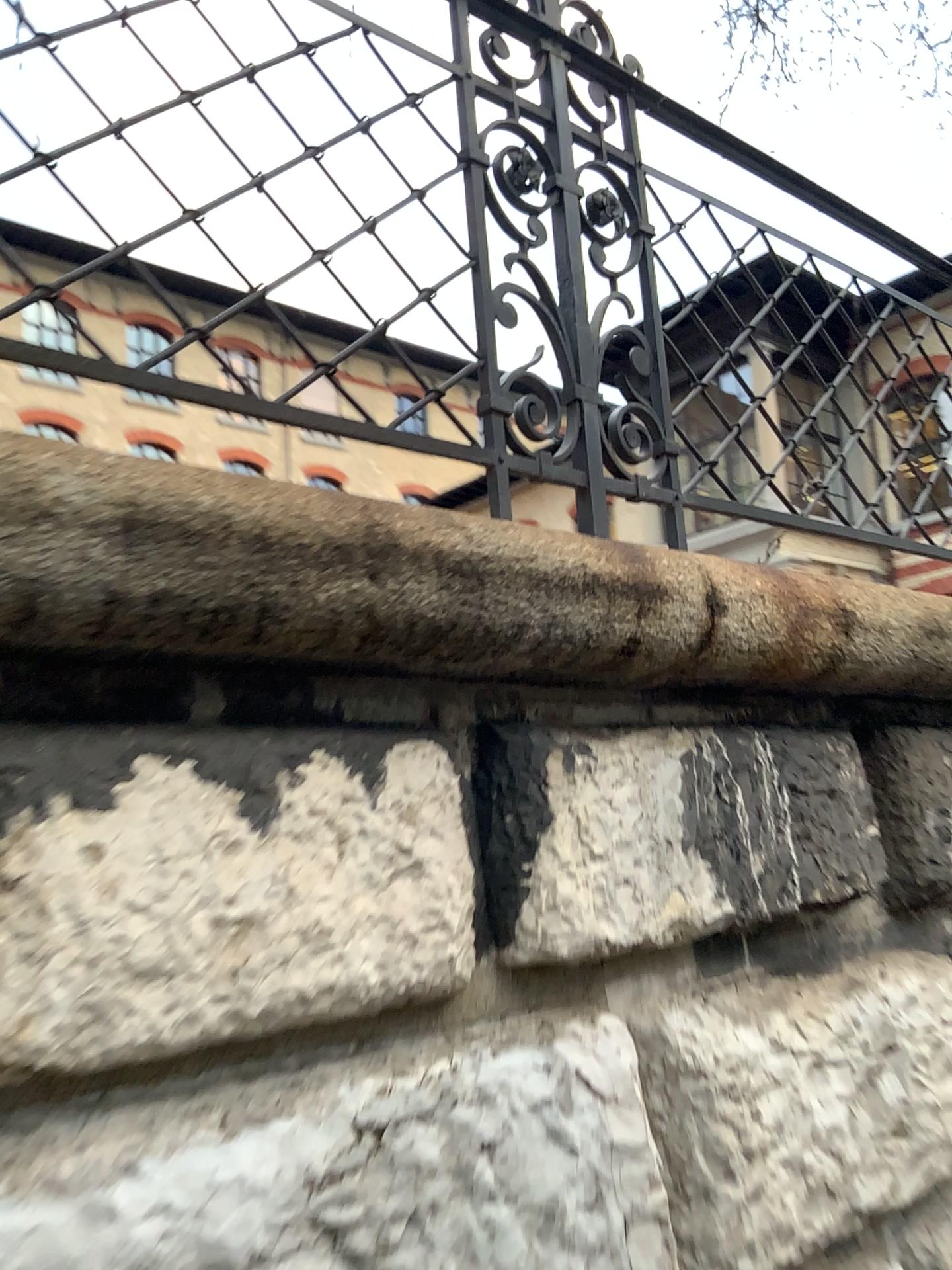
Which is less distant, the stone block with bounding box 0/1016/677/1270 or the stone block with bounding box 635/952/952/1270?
the stone block with bounding box 0/1016/677/1270

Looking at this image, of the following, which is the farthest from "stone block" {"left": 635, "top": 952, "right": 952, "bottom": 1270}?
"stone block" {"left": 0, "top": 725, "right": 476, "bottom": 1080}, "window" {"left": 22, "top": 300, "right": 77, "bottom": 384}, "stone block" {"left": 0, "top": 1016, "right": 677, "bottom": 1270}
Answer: "window" {"left": 22, "top": 300, "right": 77, "bottom": 384}

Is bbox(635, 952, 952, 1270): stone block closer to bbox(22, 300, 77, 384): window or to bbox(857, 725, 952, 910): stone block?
bbox(857, 725, 952, 910): stone block

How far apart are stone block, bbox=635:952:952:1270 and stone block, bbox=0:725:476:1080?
0.32m

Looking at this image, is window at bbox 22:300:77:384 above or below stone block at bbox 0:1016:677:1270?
above

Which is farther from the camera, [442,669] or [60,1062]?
[442,669]

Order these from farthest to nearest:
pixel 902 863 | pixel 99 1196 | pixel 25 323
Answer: pixel 902 863 < pixel 25 323 < pixel 99 1196

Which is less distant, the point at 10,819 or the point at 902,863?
the point at 10,819

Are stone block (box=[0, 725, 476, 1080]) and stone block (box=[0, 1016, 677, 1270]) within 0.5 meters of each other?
yes

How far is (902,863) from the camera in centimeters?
200cm
